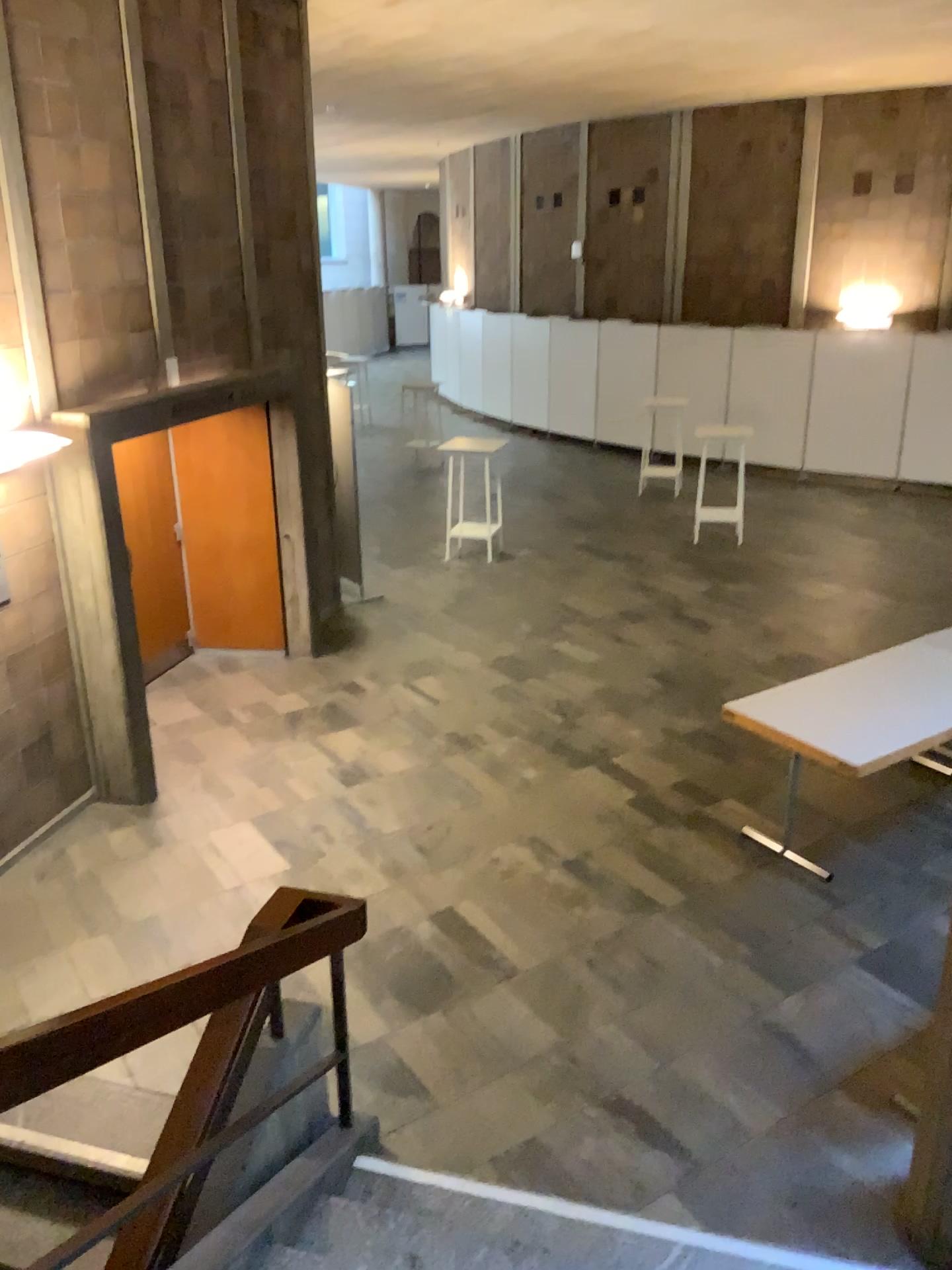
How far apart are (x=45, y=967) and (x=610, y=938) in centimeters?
262cm
